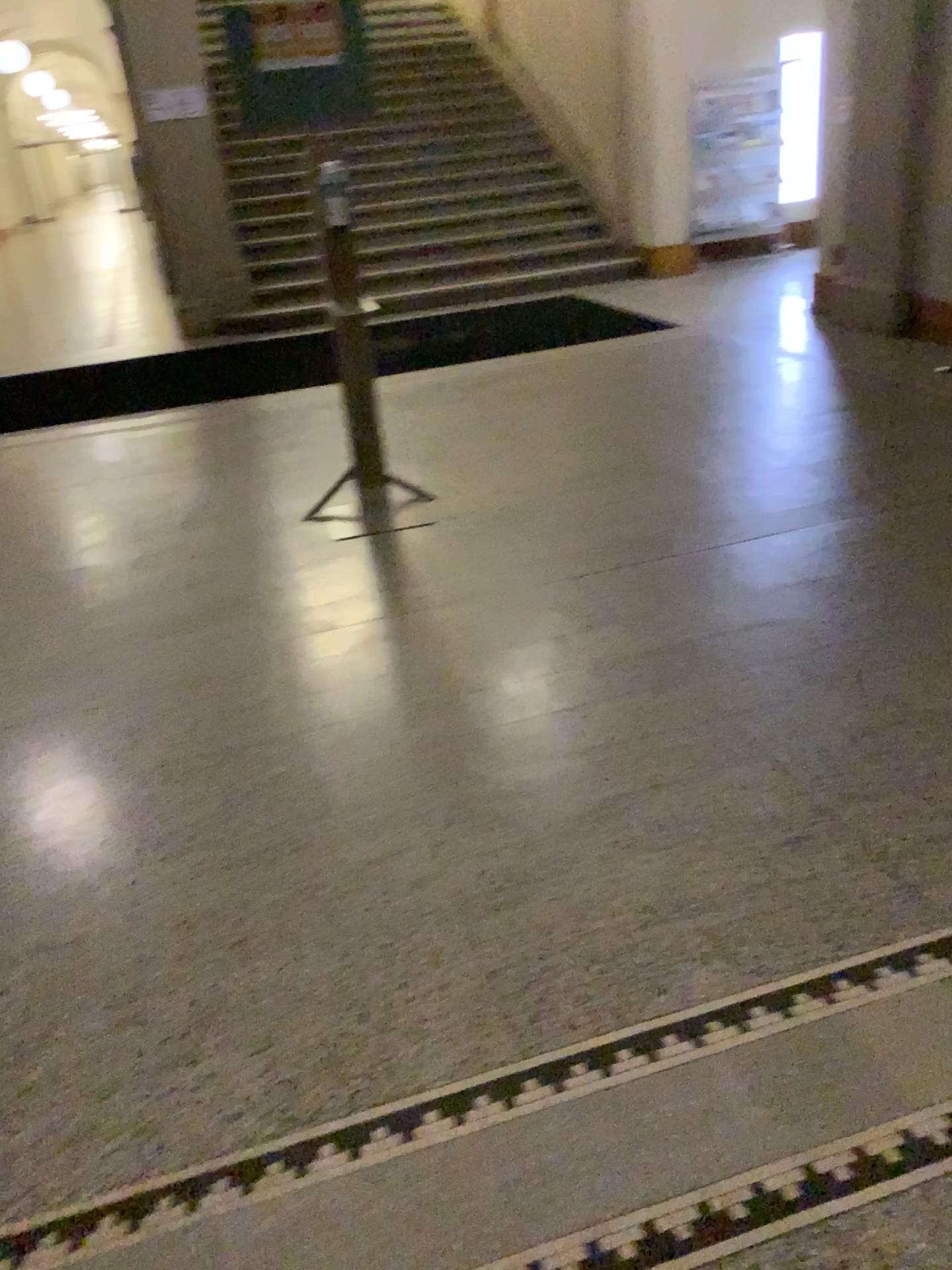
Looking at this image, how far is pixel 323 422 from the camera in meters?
5.7
